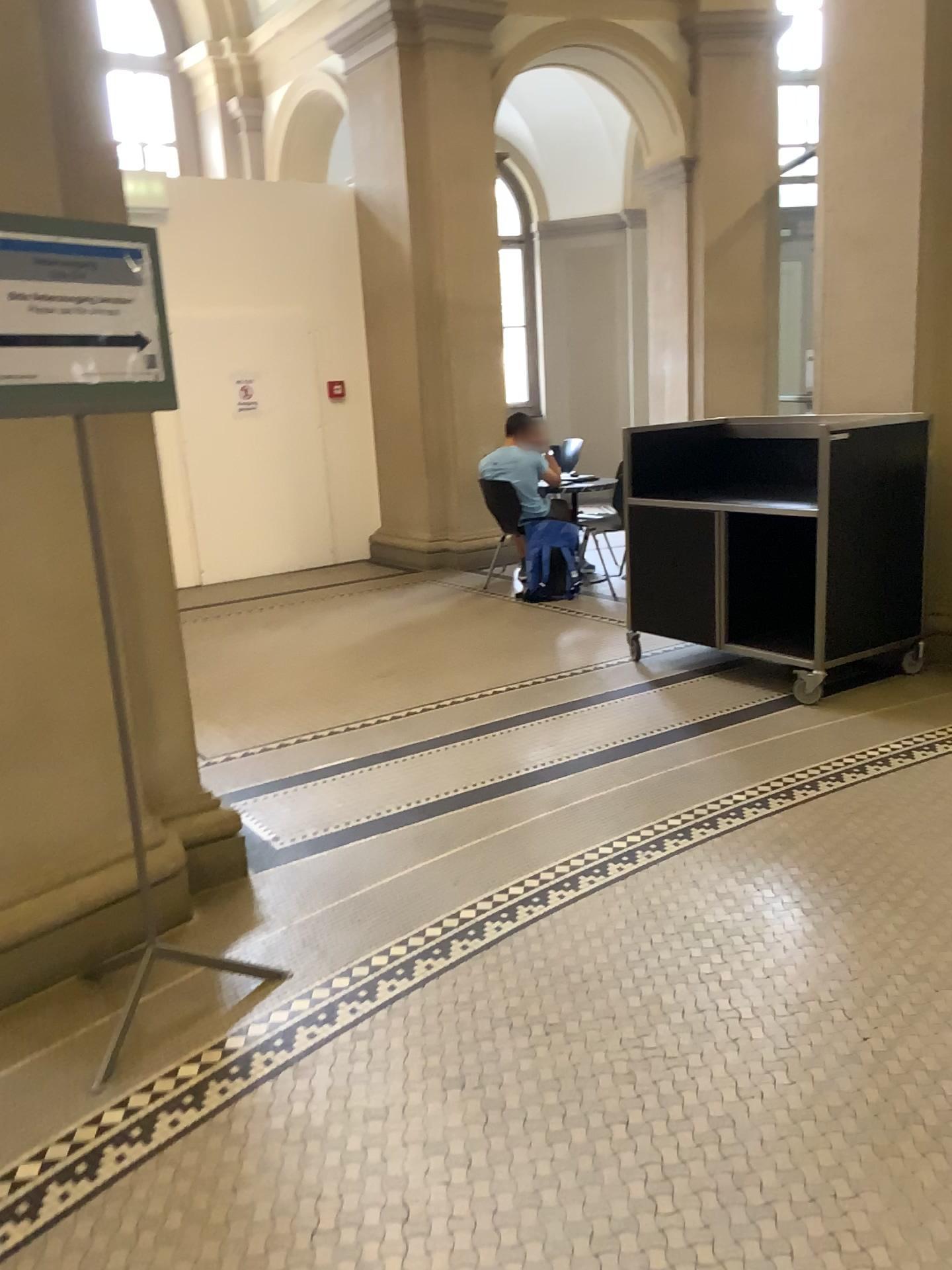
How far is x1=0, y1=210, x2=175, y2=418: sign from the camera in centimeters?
216cm

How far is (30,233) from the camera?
2.16m

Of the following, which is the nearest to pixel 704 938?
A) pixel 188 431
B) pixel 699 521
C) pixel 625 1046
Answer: pixel 625 1046
